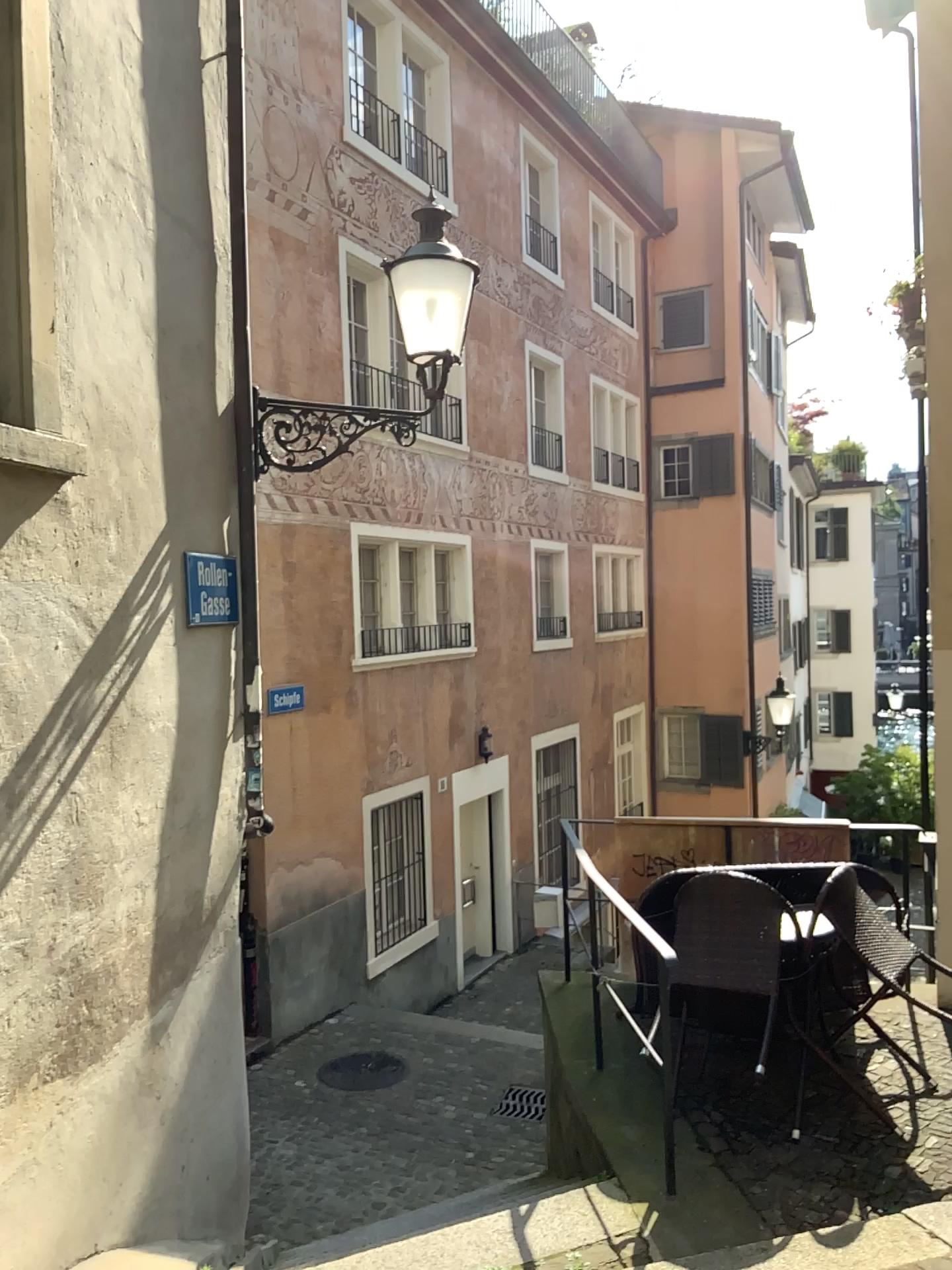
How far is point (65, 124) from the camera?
3.5 meters

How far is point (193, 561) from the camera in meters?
4.4

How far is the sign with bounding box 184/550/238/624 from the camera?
4.40m
